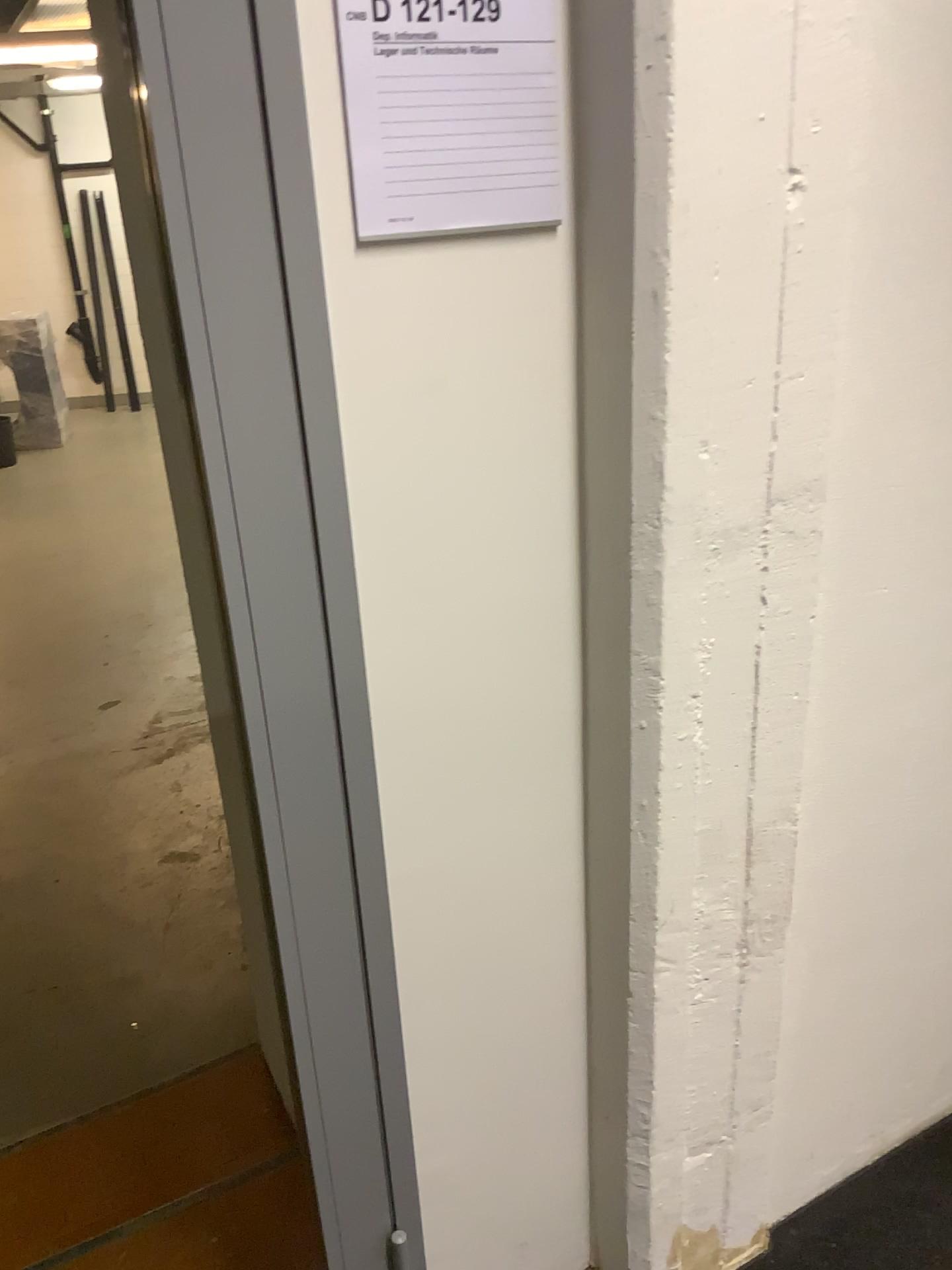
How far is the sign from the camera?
0.9 meters

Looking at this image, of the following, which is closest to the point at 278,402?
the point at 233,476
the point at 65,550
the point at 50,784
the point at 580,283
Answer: the point at 233,476

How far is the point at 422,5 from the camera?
0.92m
